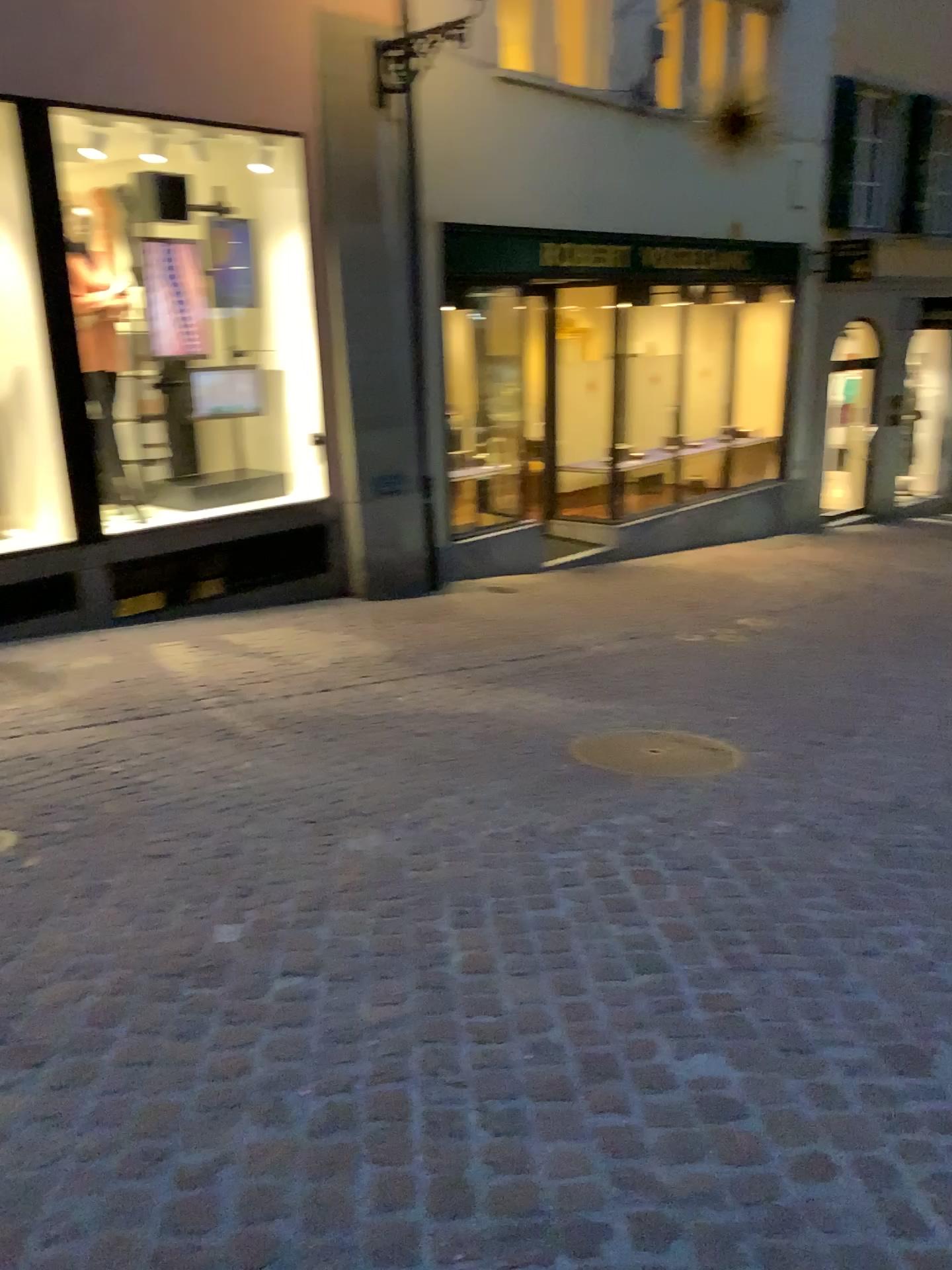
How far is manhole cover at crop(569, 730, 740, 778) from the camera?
4.1 meters

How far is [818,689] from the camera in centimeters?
527cm

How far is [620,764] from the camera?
4.1 meters
